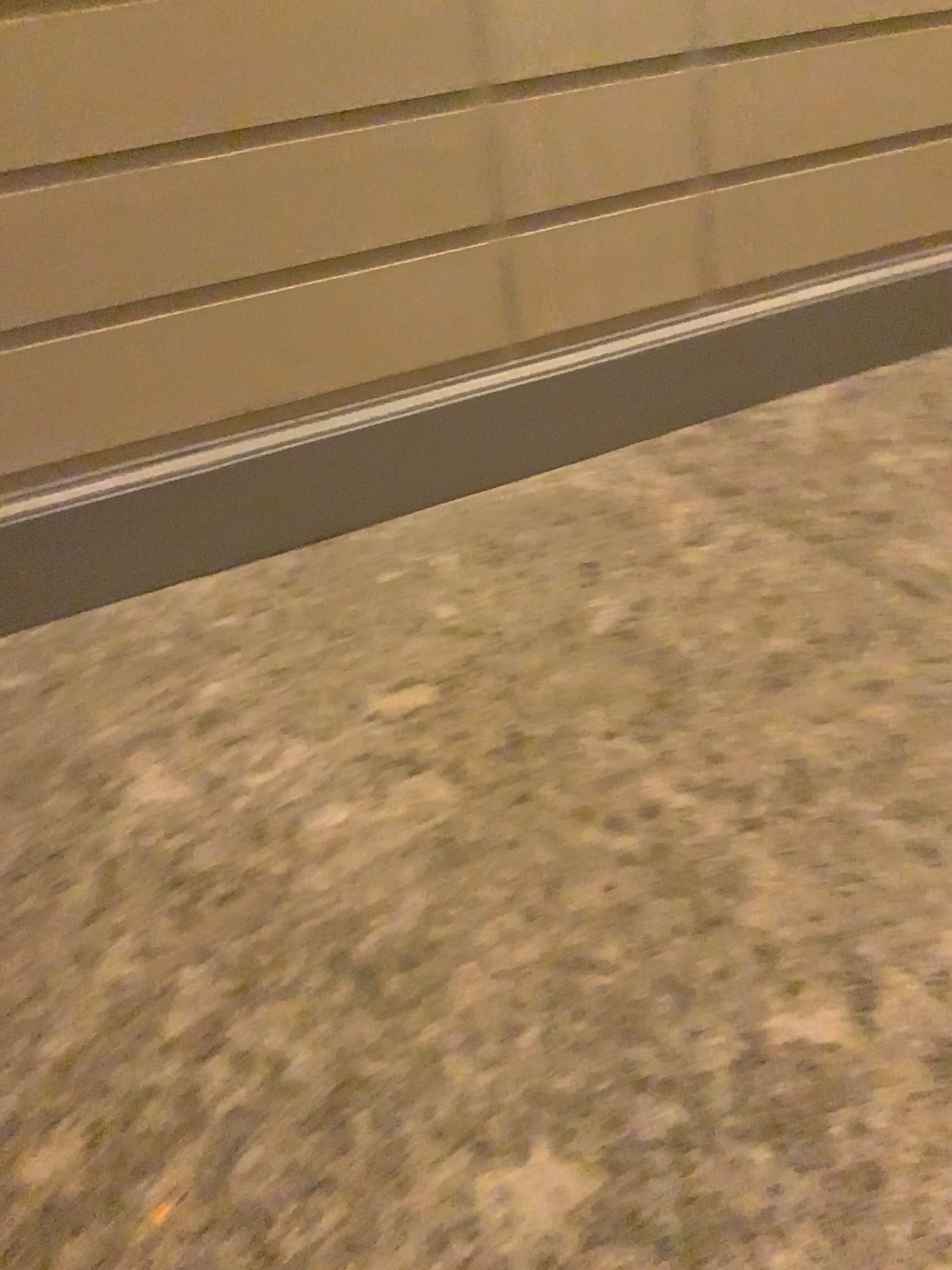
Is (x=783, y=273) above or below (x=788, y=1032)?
above
